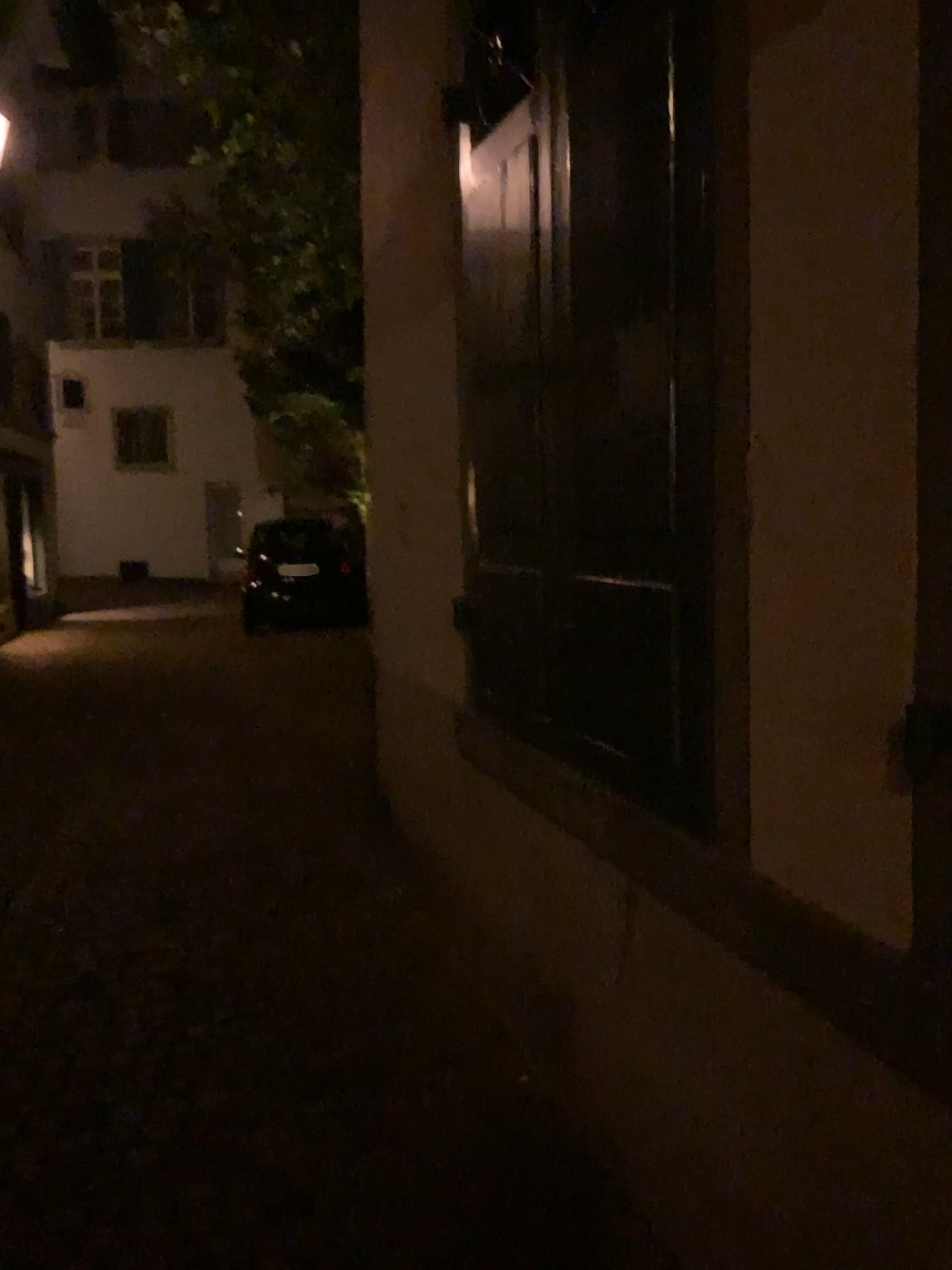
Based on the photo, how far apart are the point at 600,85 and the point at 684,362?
0.7 meters

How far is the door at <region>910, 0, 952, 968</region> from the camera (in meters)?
1.31

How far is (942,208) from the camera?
1.3m

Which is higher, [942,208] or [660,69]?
[660,69]

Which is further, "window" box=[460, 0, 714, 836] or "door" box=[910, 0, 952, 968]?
"window" box=[460, 0, 714, 836]

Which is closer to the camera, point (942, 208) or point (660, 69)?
point (942, 208)
